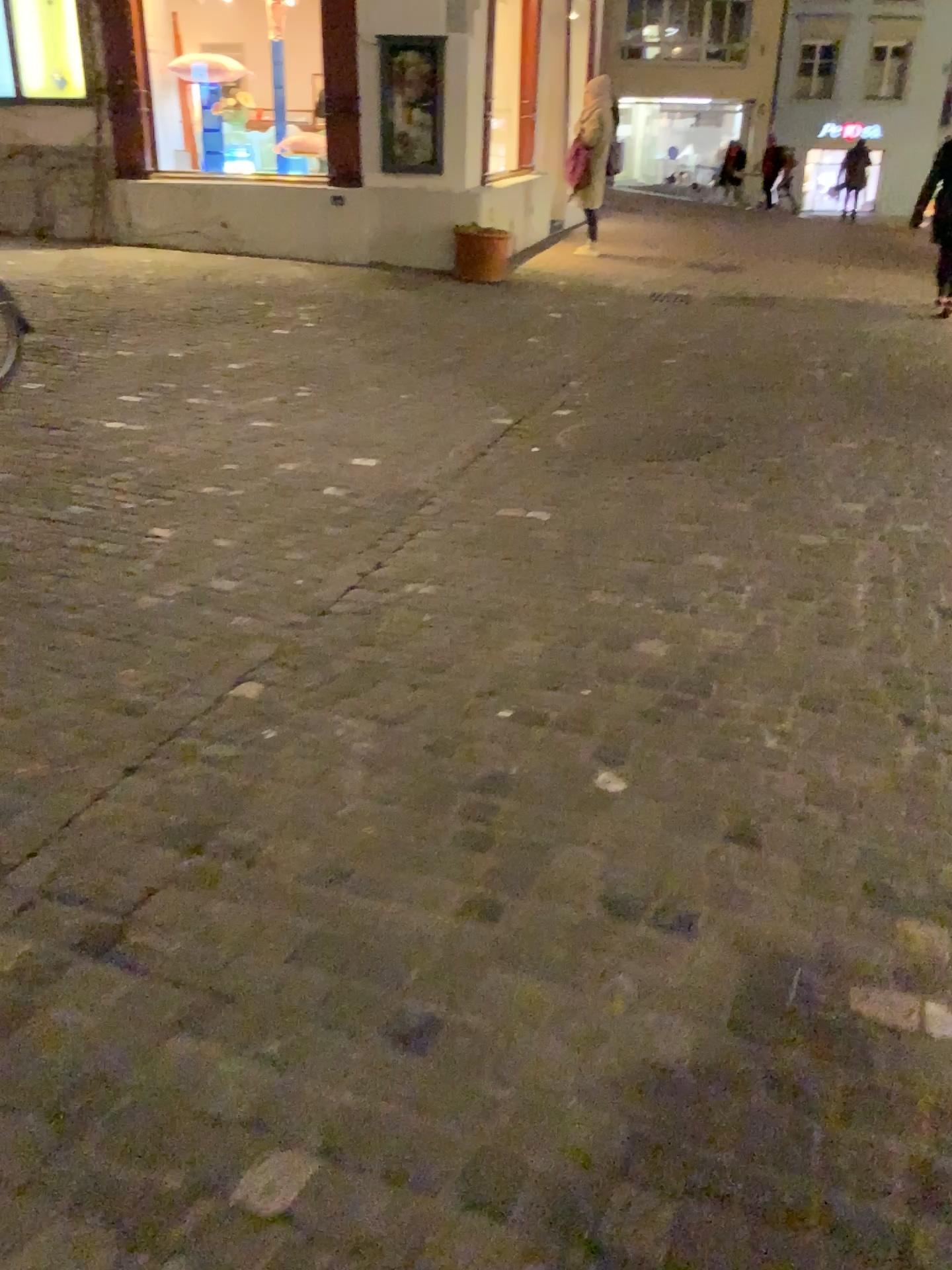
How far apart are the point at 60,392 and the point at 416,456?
1.80m
